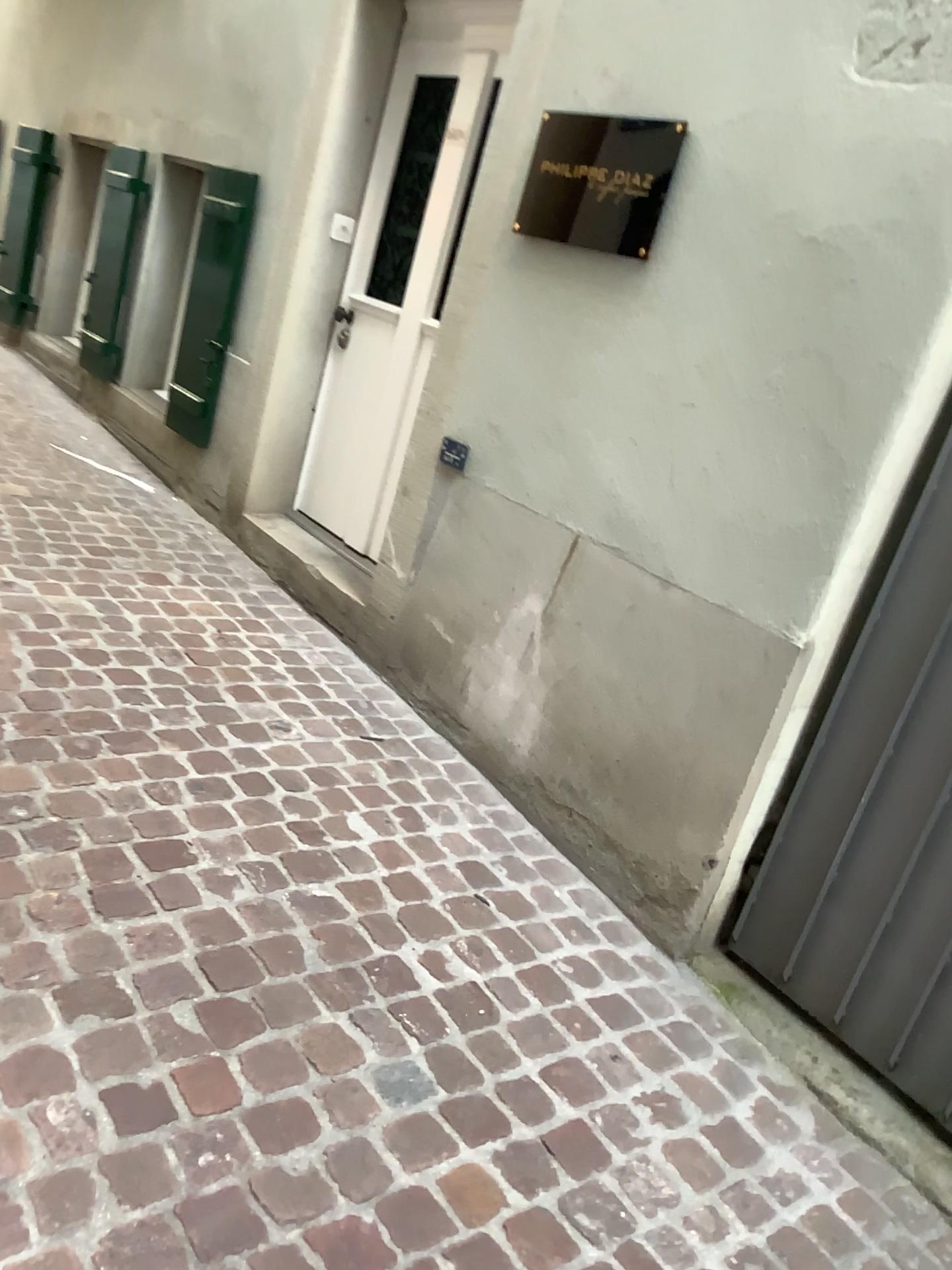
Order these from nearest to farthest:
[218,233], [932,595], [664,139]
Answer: [932,595] < [664,139] < [218,233]

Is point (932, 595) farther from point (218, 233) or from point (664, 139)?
point (218, 233)

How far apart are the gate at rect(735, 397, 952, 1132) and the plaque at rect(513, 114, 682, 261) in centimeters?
88cm

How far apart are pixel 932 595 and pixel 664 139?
1.22m

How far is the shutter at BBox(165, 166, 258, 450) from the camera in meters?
4.0 m

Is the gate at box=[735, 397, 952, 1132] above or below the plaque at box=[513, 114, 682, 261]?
below

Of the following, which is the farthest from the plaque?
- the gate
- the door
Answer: the gate

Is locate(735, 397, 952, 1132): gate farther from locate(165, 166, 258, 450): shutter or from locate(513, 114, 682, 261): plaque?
locate(165, 166, 258, 450): shutter

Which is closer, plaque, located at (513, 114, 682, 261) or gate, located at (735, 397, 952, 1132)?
gate, located at (735, 397, 952, 1132)

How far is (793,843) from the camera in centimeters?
225cm
